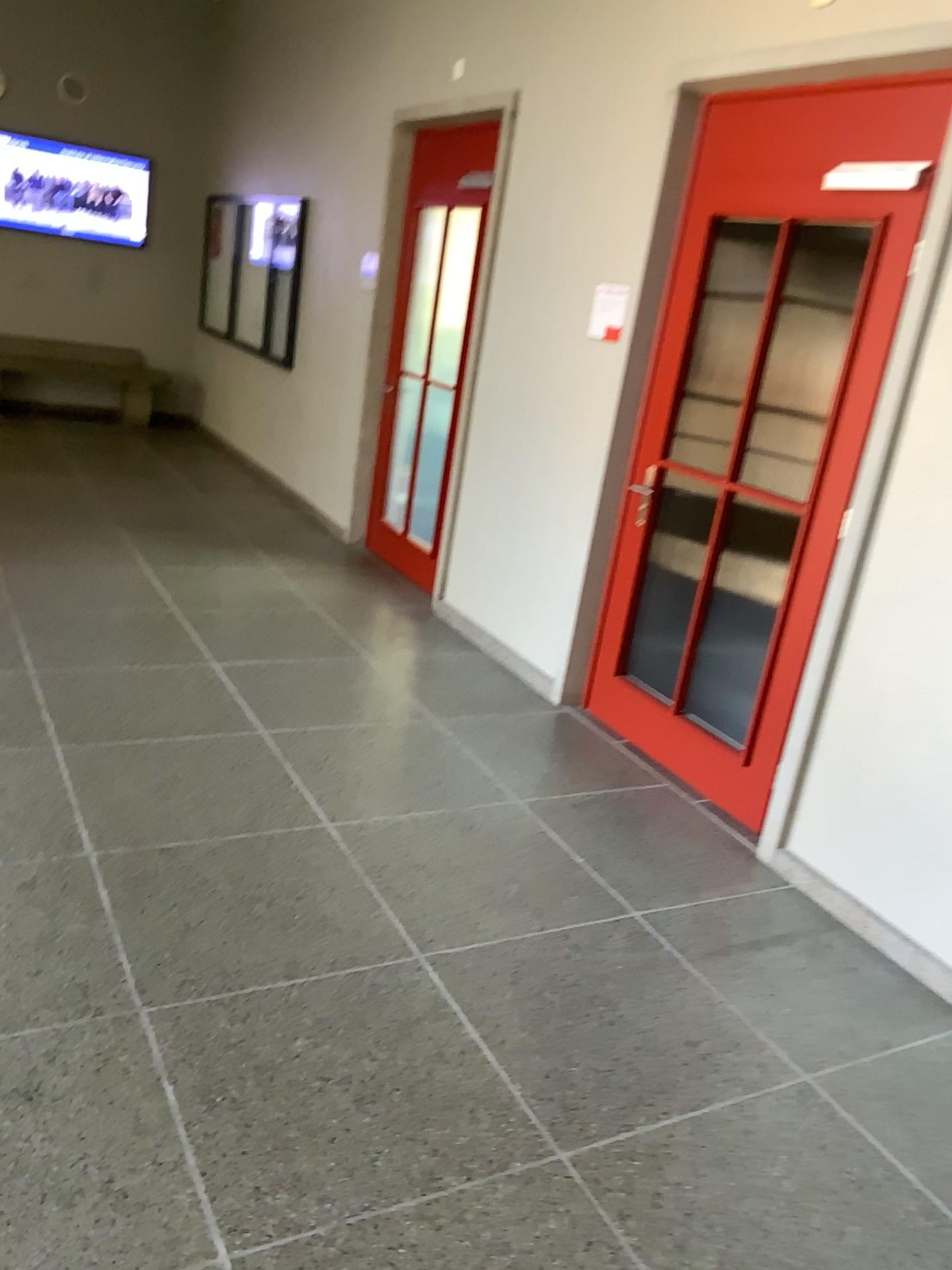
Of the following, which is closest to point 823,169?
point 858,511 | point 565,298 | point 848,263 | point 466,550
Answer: point 848,263

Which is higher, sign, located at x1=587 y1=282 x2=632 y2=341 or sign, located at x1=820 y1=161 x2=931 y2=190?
sign, located at x1=820 y1=161 x2=931 y2=190

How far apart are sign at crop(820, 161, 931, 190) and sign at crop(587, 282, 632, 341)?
1.0m

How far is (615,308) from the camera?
4.1 meters

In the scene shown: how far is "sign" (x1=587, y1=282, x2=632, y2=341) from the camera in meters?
4.1 m

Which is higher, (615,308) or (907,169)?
(907,169)

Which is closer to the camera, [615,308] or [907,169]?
[907,169]

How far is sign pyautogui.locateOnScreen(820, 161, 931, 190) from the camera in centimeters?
303cm

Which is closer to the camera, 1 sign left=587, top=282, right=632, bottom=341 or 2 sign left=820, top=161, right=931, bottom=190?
2 sign left=820, top=161, right=931, bottom=190
